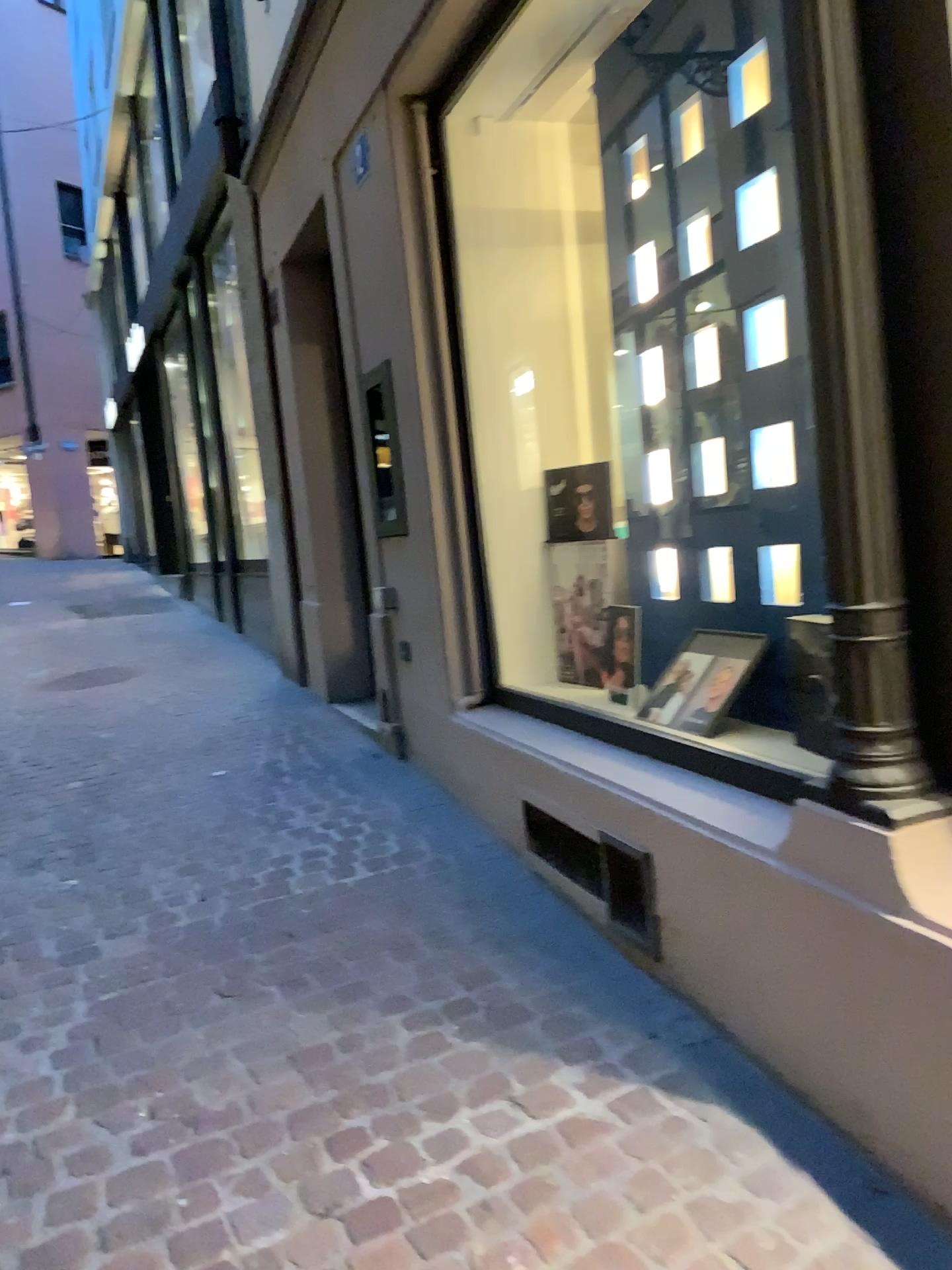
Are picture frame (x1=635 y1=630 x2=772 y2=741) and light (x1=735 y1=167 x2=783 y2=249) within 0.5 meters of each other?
no

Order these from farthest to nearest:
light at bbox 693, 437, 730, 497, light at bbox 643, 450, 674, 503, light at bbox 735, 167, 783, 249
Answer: light at bbox 643, 450, 674, 503 → light at bbox 693, 437, 730, 497 → light at bbox 735, 167, 783, 249

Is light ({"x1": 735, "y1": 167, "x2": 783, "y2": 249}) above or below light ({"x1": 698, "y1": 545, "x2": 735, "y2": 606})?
above

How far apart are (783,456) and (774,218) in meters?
0.5

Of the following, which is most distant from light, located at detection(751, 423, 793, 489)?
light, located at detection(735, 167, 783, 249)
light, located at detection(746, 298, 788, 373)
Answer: light, located at detection(735, 167, 783, 249)

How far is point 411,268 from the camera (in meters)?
3.62

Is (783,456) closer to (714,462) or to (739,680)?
(714,462)

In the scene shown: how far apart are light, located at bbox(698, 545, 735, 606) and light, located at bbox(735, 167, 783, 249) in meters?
0.8

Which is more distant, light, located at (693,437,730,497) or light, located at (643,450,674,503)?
light, located at (643,450,674,503)

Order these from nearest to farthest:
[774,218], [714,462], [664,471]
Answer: [774,218] → [714,462] → [664,471]
